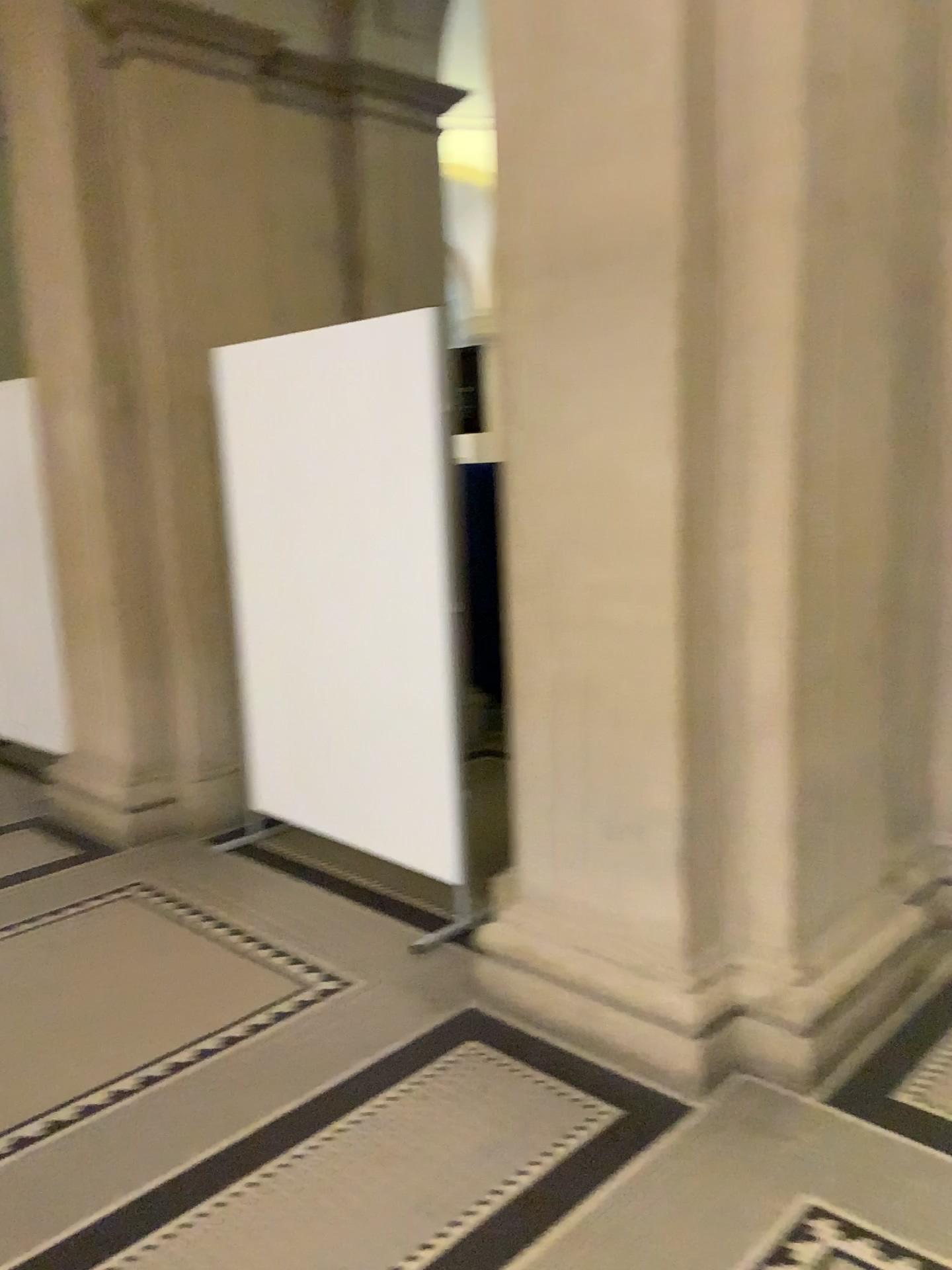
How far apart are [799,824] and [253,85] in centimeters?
363cm

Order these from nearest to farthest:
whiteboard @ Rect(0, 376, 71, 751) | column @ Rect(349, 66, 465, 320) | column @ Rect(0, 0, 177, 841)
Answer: column @ Rect(0, 0, 177, 841) < whiteboard @ Rect(0, 376, 71, 751) < column @ Rect(349, 66, 465, 320)

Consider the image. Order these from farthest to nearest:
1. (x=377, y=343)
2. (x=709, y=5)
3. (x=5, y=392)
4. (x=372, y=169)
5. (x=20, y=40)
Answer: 1. (x=372, y=169)
2. (x=5, y=392)
3. (x=20, y=40)
4. (x=377, y=343)
5. (x=709, y=5)

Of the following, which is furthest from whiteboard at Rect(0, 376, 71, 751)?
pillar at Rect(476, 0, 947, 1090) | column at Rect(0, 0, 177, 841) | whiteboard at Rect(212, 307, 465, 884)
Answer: pillar at Rect(476, 0, 947, 1090)

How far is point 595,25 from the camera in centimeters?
232cm

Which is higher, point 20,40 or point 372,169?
point 20,40

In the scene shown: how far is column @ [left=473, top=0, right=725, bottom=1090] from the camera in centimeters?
232cm

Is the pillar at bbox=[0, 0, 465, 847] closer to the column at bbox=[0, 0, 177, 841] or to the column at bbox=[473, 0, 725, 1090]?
the column at bbox=[0, 0, 177, 841]

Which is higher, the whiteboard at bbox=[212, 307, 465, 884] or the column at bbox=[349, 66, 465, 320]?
the column at bbox=[349, 66, 465, 320]

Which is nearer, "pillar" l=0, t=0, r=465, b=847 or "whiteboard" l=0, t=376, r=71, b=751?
"pillar" l=0, t=0, r=465, b=847
